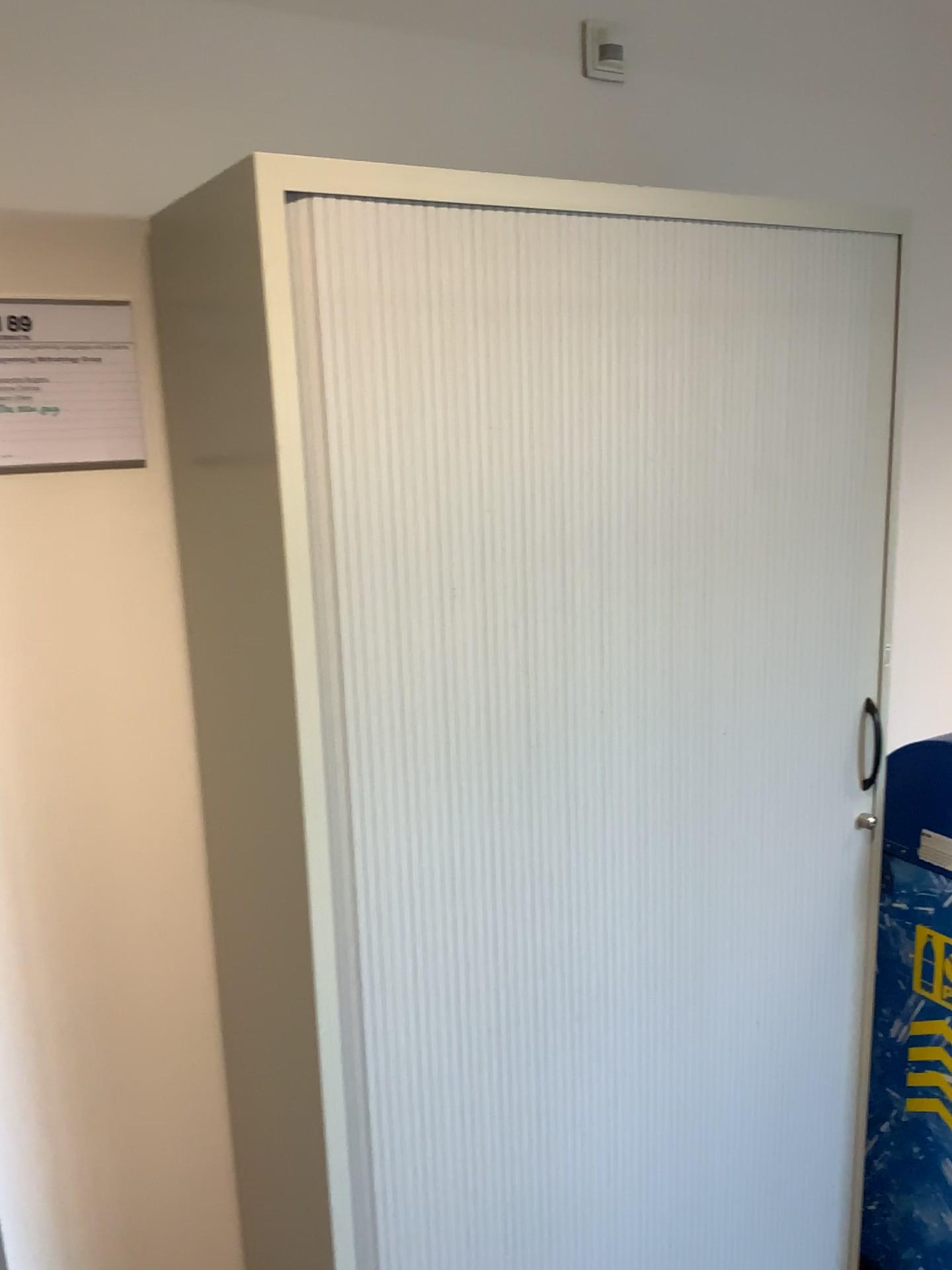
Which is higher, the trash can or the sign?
the sign

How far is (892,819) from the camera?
1.8m

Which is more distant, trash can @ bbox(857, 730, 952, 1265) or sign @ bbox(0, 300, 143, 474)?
trash can @ bbox(857, 730, 952, 1265)

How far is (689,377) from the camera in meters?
1.4 m

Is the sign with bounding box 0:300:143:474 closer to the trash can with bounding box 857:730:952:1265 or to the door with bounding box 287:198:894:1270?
the door with bounding box 287:198:894:1270

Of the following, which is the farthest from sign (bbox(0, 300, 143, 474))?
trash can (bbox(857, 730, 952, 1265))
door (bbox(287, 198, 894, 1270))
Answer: trash can (bbox(857, 730, 952, 1265))

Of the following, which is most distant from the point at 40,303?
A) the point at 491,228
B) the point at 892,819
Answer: the point at 892,819

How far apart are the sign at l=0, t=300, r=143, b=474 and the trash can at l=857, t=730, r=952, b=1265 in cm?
128

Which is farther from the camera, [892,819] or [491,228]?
[892,819]

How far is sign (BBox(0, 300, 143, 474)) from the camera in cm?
136
